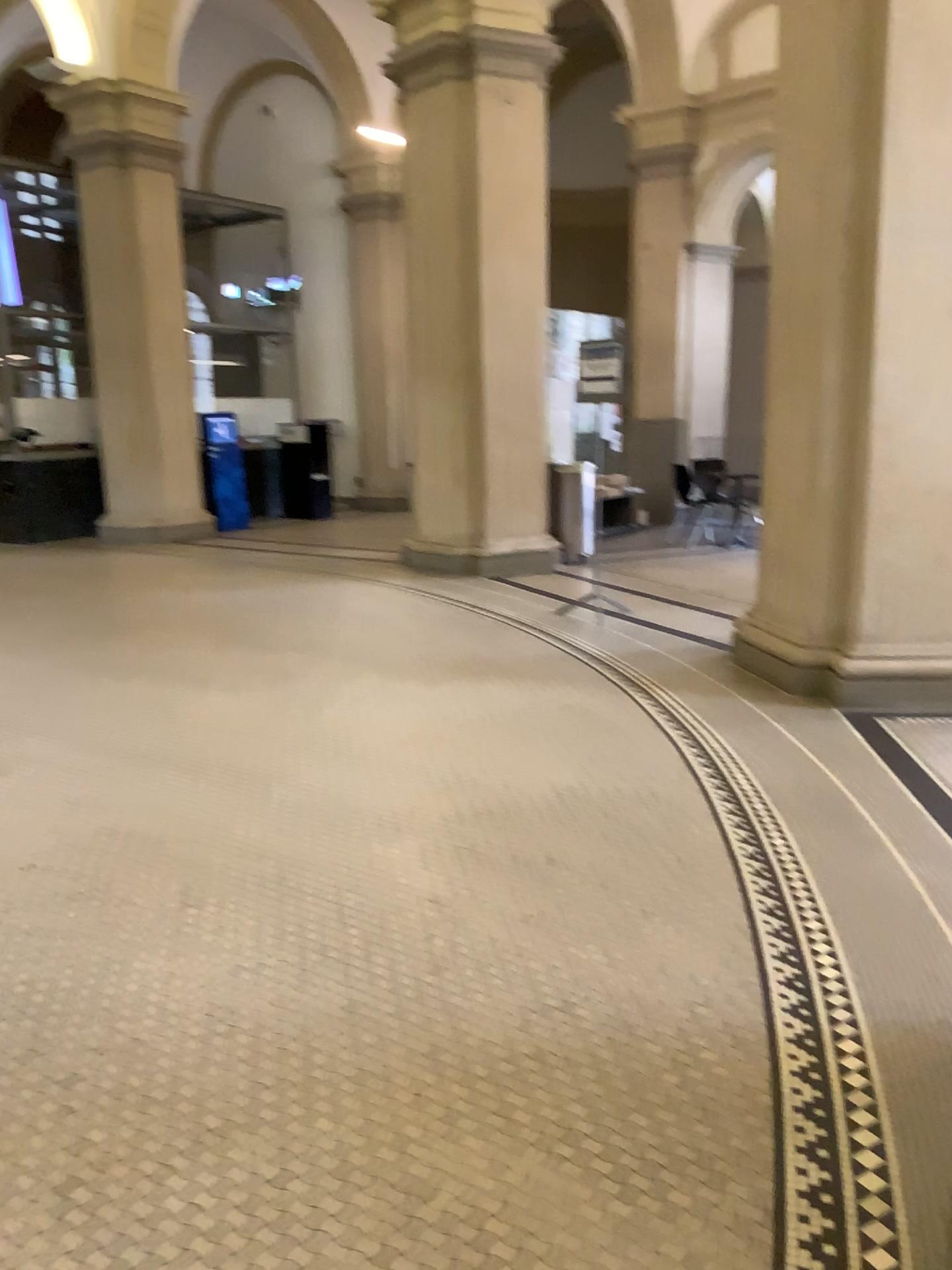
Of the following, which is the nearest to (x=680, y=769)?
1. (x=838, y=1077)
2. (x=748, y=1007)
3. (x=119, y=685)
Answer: (x=748, y=1007)
